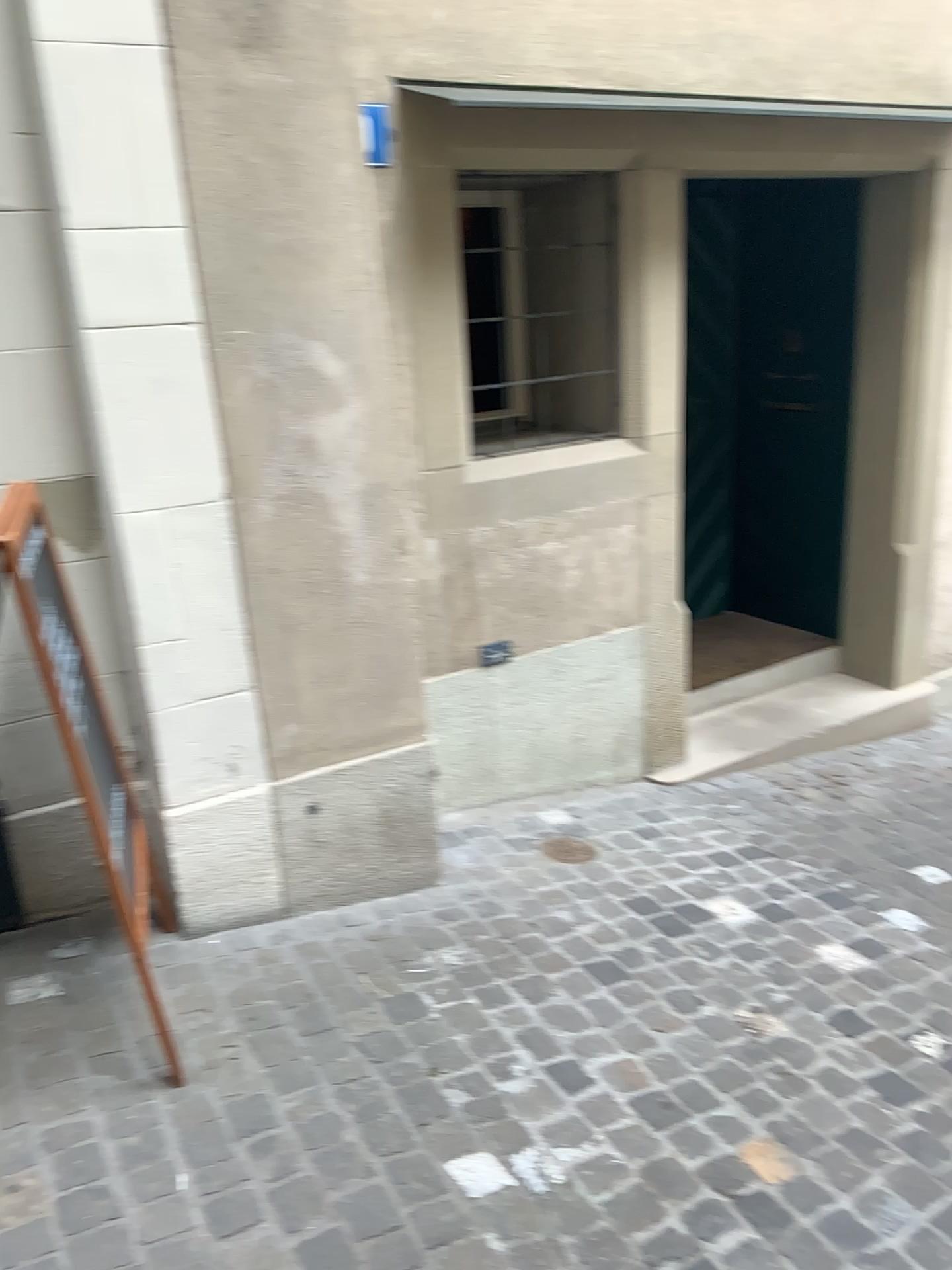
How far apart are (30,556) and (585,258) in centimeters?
209cm

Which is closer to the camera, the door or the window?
the window

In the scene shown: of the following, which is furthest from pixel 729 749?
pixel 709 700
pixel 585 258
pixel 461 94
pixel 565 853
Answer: pixel 461 94

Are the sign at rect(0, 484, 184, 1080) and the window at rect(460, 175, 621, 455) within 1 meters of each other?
no

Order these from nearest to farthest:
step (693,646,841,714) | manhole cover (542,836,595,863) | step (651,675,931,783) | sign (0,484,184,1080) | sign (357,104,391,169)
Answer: sign (0,484,184,1080) < sign (357,104,391,169) < manhole cover (542,836,595,863) < step (651,675,931,783) < step (693,646,841,714)

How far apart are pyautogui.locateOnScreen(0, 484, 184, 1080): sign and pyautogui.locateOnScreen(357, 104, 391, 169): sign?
1.30m

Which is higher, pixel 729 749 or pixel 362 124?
pixel 362 124

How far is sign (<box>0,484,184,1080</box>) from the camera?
2.3m

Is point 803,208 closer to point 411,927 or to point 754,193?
point 754,193

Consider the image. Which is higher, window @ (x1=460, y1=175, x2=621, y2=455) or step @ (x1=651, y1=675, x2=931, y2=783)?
window @ (x1=460, y1=175, x2=621, y2=455)
